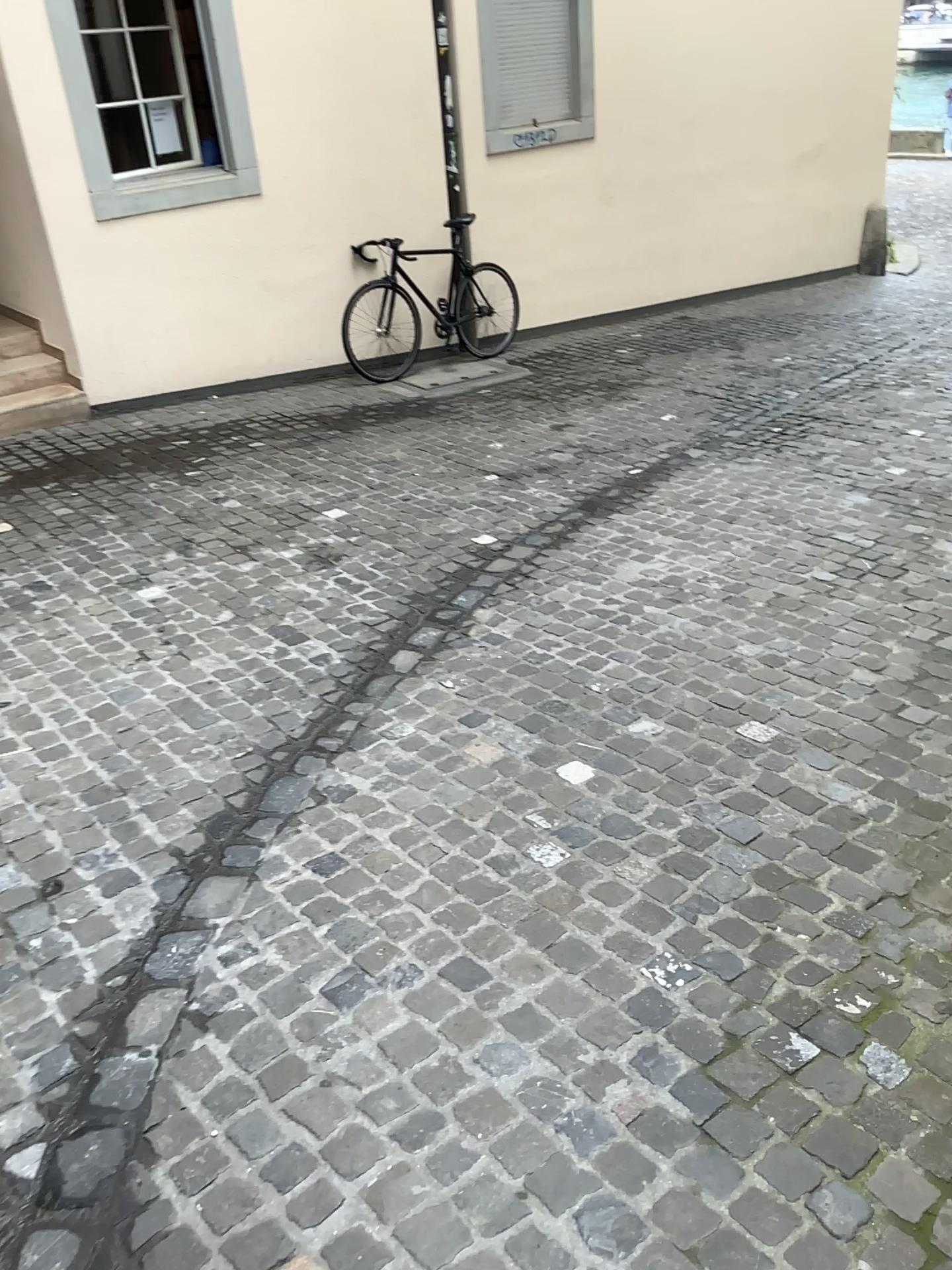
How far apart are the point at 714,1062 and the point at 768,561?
2.6 meters
